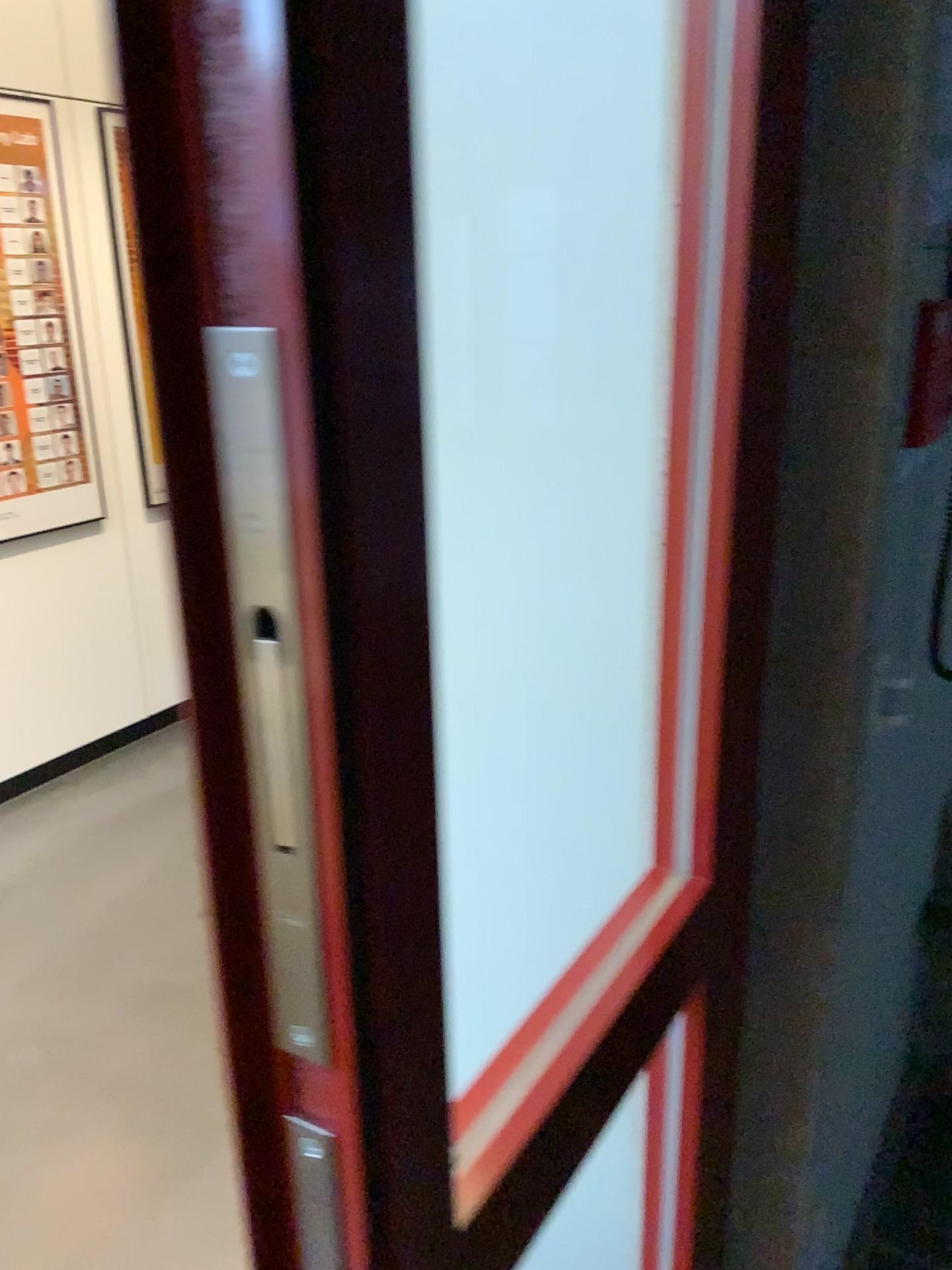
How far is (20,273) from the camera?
3.2m

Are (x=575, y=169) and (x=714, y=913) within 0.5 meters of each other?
no

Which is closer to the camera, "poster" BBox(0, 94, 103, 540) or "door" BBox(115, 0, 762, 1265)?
"door" BBox(115, 0, 762, 1265)

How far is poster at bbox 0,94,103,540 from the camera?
3.17m

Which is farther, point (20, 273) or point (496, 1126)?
point (20, 273)

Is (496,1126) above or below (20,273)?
below
